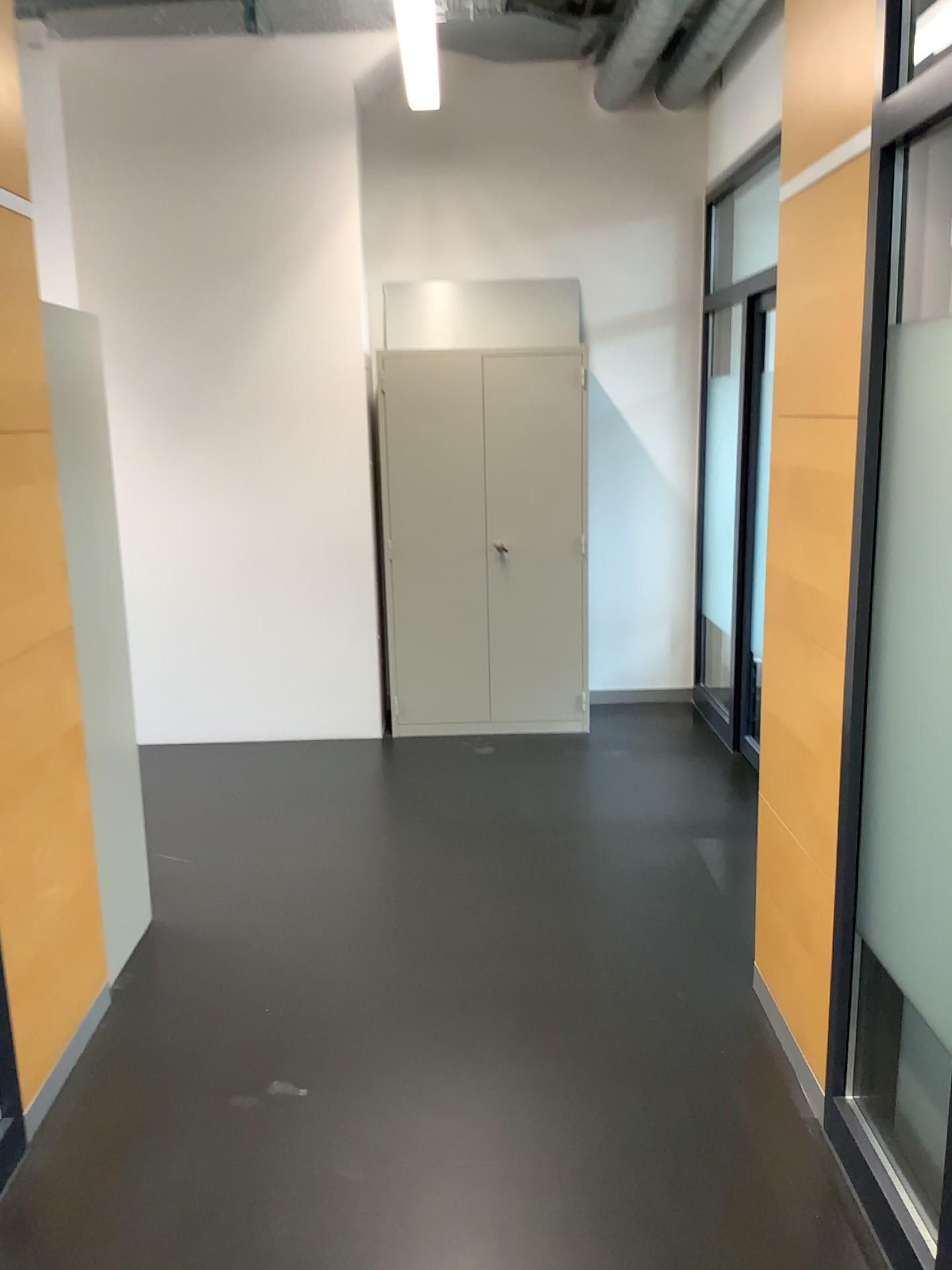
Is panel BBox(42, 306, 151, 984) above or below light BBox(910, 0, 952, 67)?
below

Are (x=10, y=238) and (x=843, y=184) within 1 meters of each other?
no

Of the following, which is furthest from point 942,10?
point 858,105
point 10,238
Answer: point 10,238

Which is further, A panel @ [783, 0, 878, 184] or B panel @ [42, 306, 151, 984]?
B panel @ [42, 306, 151, 984]

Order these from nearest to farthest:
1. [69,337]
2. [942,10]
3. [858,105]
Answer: [942,10]
[858,105]
[69,337]

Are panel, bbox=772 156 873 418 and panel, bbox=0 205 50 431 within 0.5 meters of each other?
no

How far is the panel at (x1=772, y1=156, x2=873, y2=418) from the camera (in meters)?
2.23

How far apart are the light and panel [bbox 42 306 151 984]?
2.0m

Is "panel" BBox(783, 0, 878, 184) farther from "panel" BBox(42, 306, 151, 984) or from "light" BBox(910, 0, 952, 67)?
"panel" BBox(42, 306, 151, 984)

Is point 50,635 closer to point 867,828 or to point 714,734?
point 867,828
